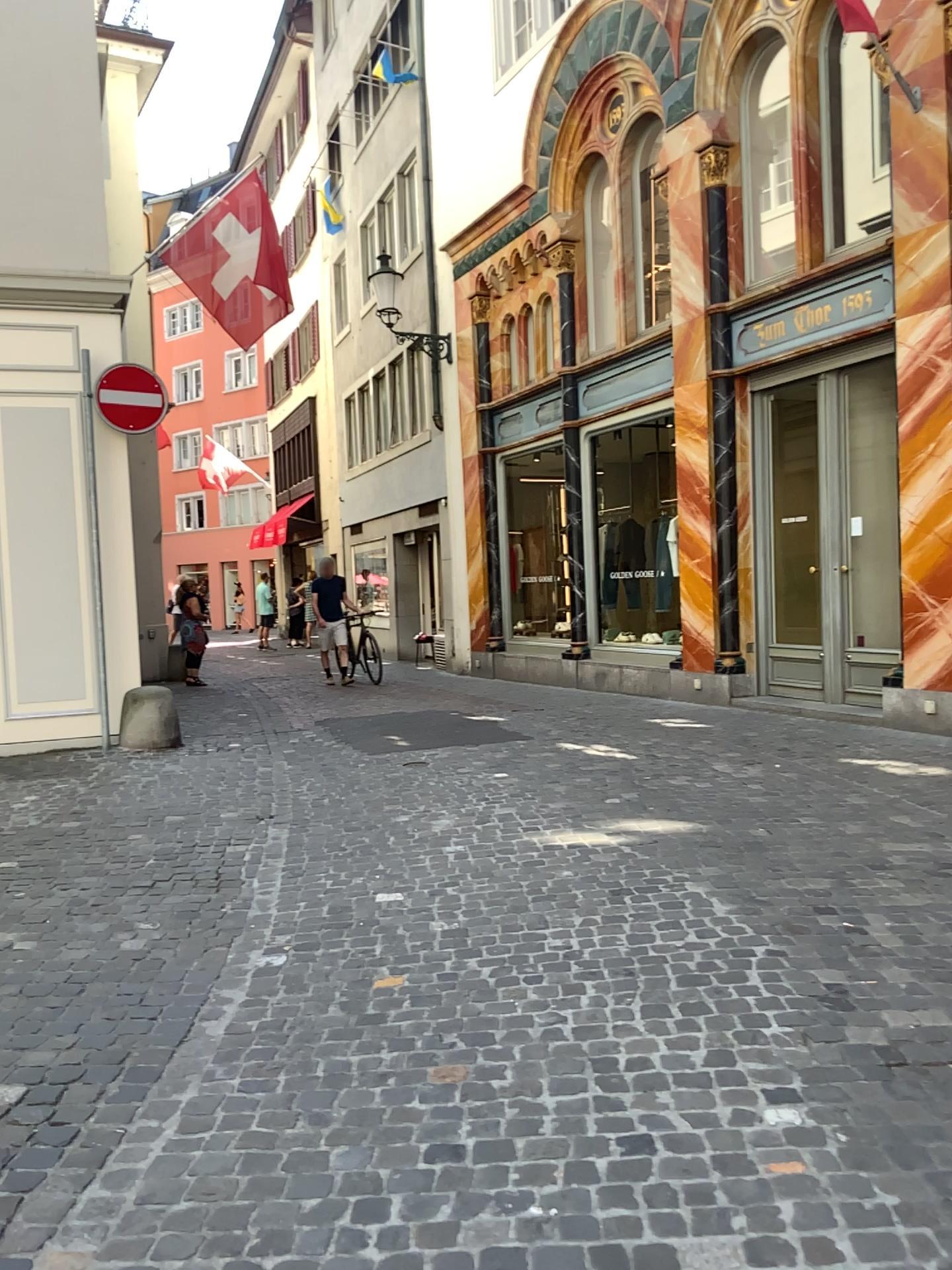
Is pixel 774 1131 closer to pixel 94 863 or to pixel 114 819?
pixel 94 863
